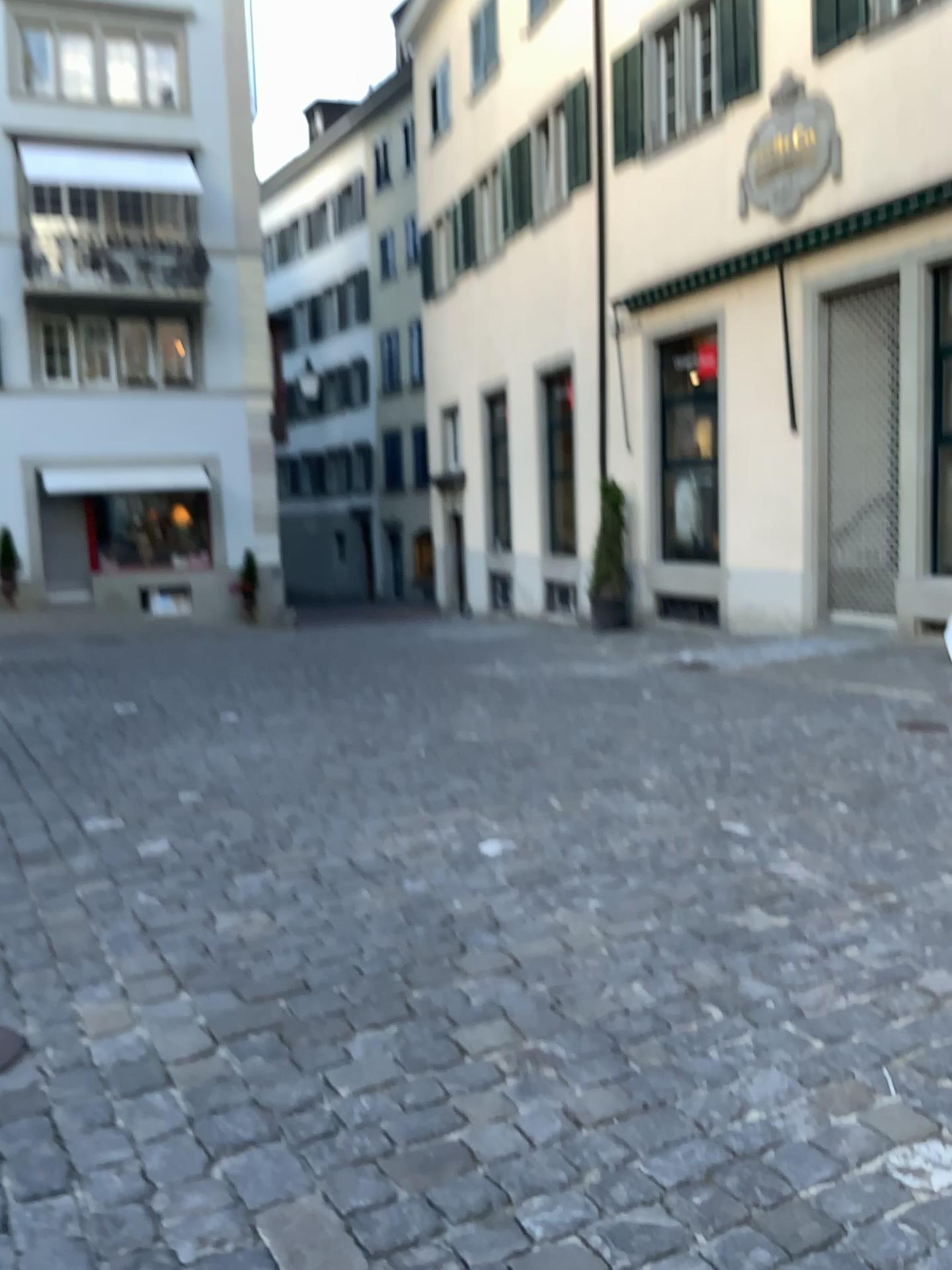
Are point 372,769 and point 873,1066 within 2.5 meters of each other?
no
